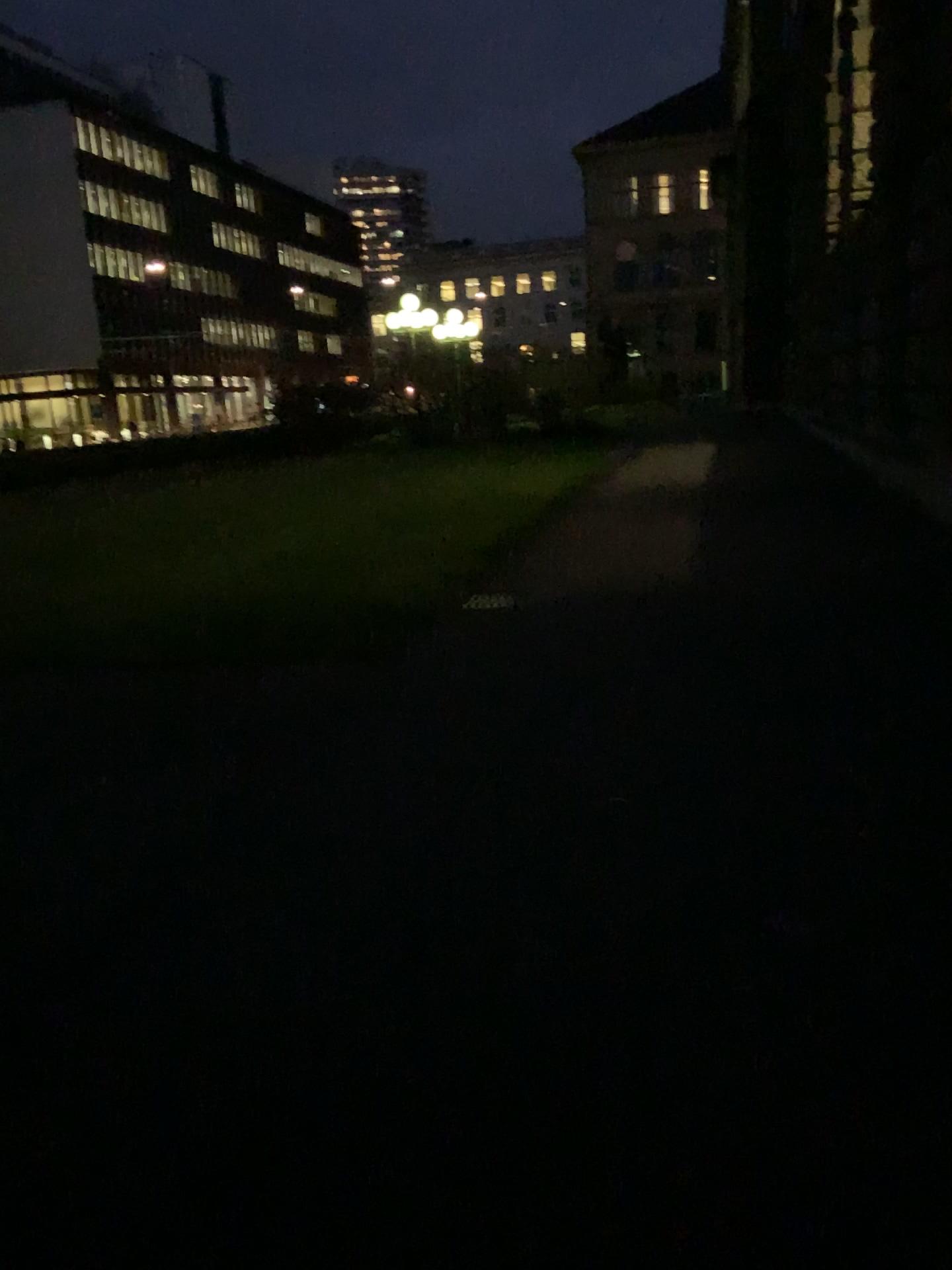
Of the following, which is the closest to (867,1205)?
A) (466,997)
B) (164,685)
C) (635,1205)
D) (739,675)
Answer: (635,1205)
